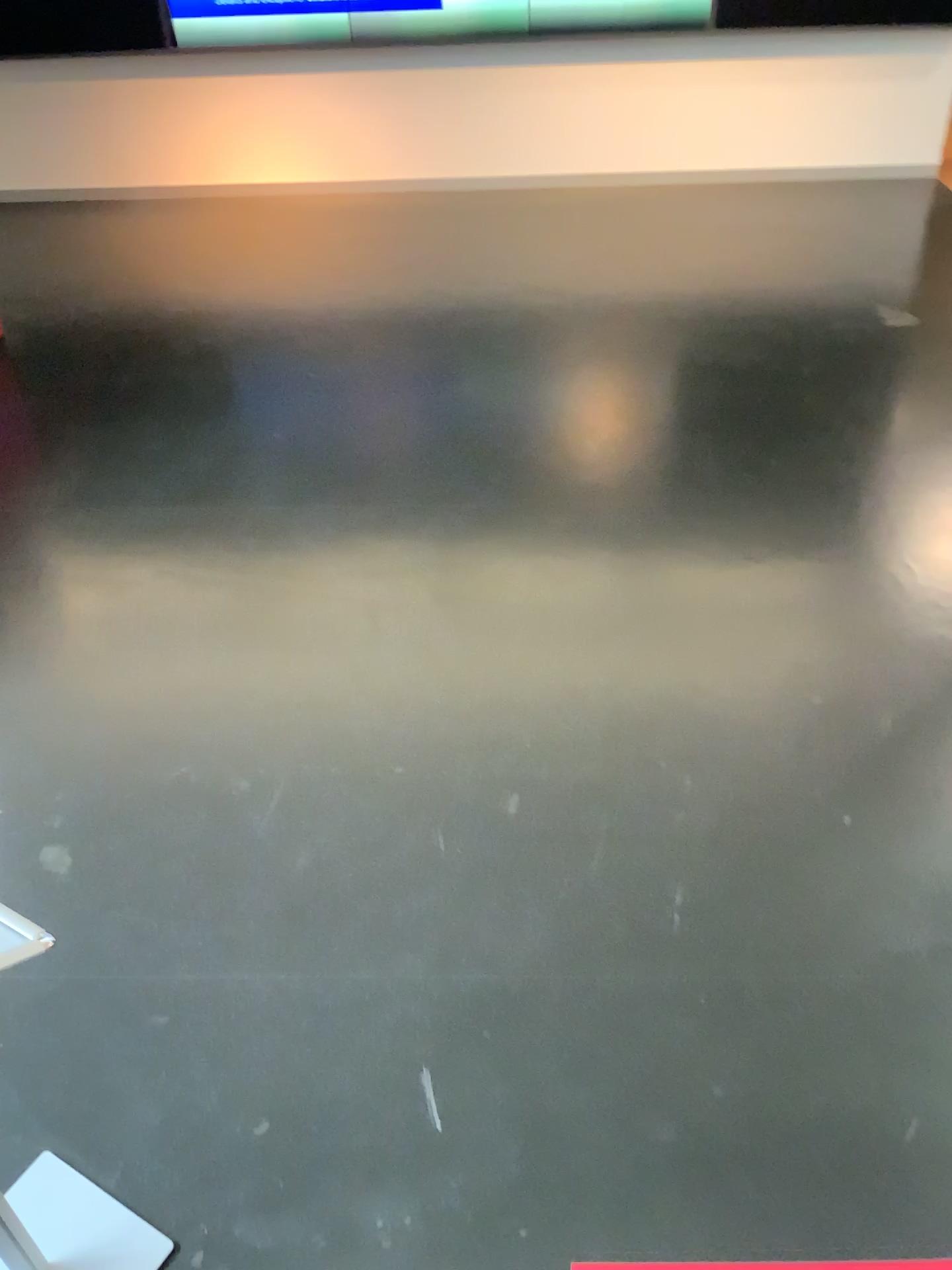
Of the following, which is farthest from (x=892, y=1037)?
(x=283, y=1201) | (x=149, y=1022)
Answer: (x=149, y=1022)
